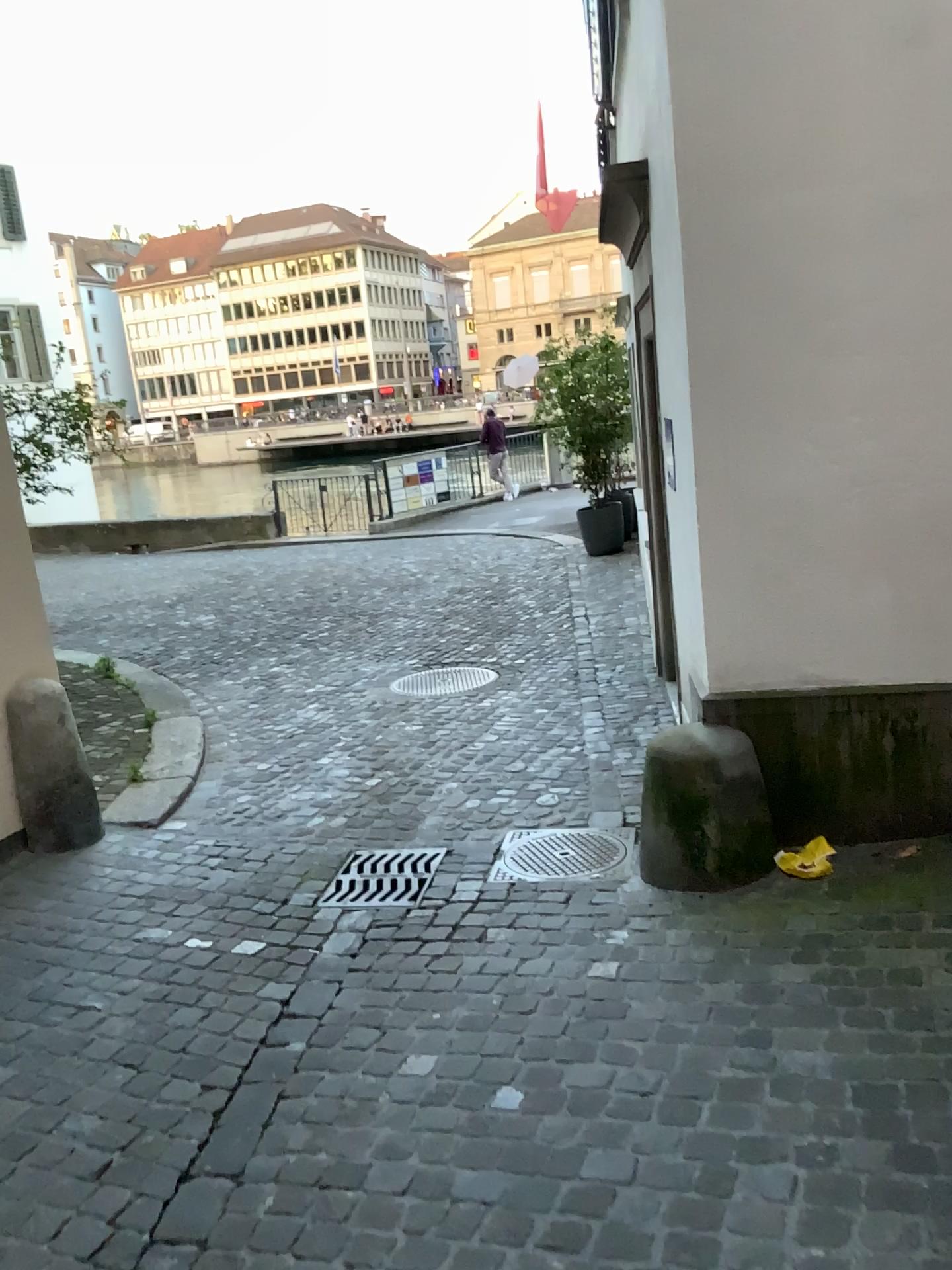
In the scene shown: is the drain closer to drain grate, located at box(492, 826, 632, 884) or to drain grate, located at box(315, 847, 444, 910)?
drain grate, located at box(492, 826, 632, 884)

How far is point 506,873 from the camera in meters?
3.9 m

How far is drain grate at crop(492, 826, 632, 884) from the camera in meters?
A: 3.9

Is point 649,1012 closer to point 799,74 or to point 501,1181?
point 501,1181

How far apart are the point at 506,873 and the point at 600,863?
0.3m

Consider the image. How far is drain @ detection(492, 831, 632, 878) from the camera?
3.88m

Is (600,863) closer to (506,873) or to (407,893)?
(506,873)

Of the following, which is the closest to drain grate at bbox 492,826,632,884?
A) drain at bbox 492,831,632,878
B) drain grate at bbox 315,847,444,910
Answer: drain at bbox 492,831,632,878
